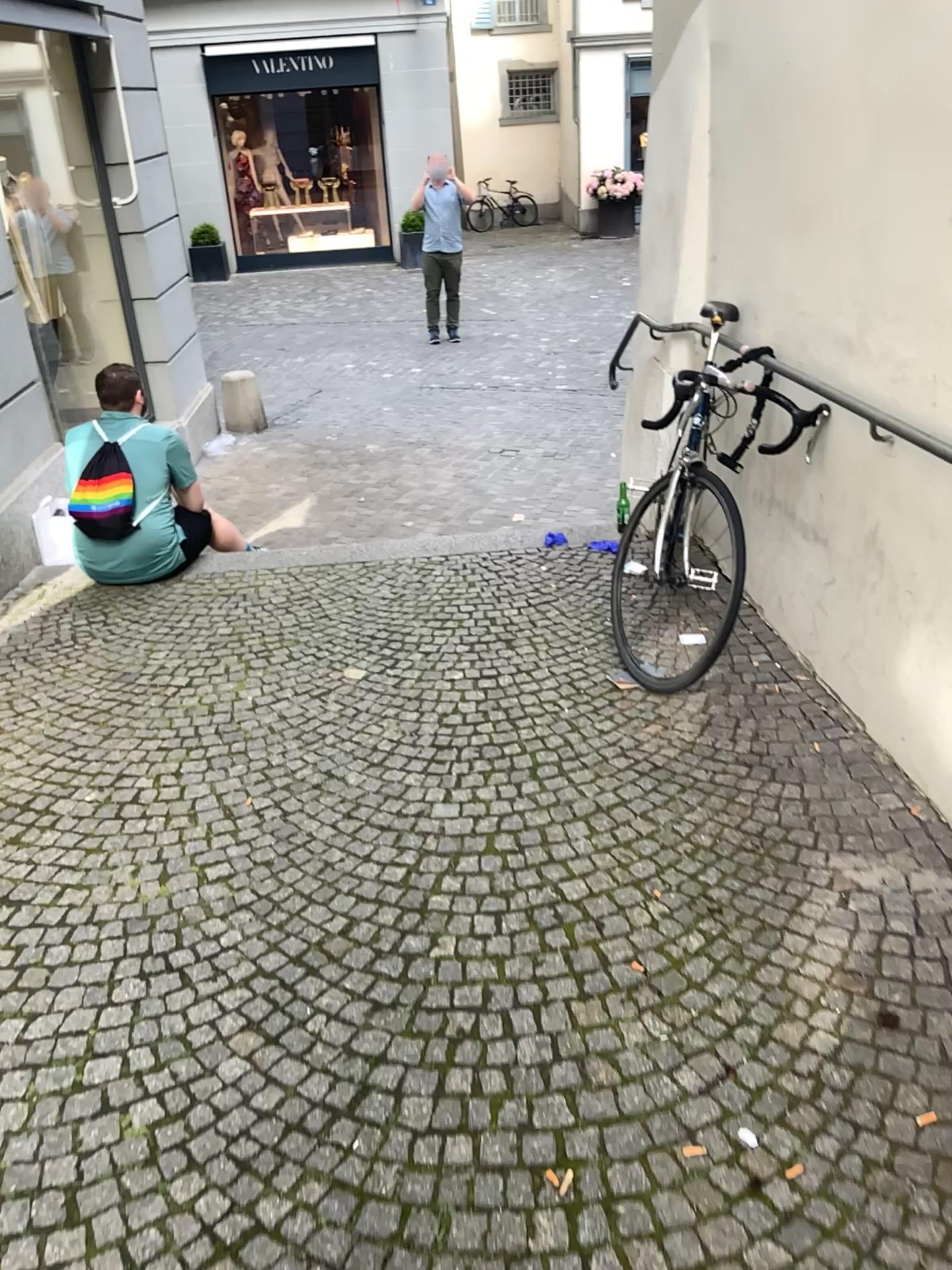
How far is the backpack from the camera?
4.2 meters

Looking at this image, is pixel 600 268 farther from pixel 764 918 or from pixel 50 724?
pixel 764 918

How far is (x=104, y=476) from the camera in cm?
419
